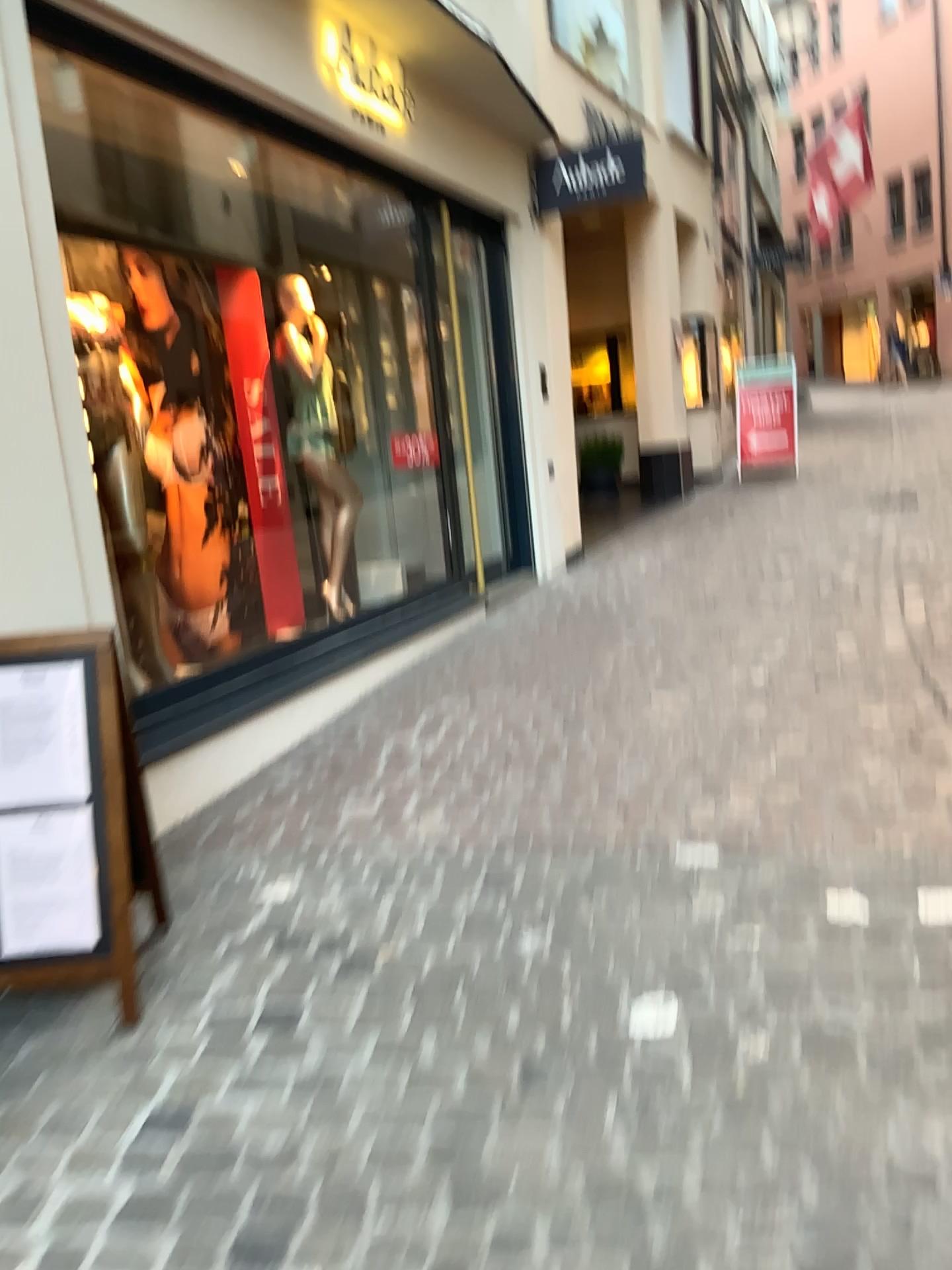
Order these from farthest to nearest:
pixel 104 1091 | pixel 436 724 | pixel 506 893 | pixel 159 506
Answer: pixel 159 506 → pixel 436 724 → pixel 506 893 → pixel 104 1091
